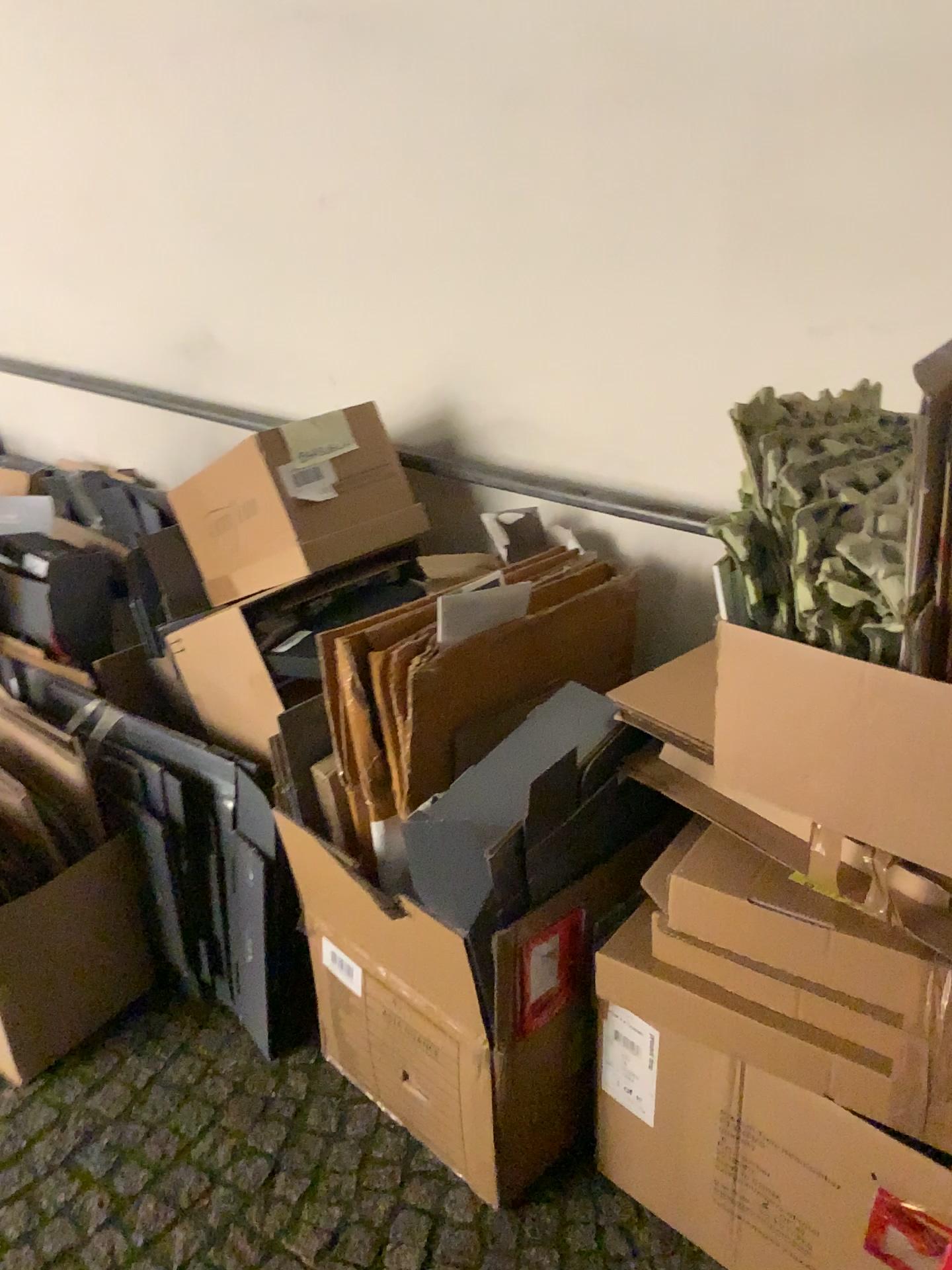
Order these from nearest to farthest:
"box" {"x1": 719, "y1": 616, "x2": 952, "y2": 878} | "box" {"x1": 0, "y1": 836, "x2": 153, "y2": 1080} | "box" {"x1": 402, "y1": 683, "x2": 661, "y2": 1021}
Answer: "box" {"x1": 719, "y1": 616, "x2": 952, "y2": 878}, "box" {"x1": 402, "y1": 683, "x2": 661, "y2": 1021}, "box" {"x1": 0, "y1": 836, "x2": 153, "y2": 1080}

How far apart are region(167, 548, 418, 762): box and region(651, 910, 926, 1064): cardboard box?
0.7 meters

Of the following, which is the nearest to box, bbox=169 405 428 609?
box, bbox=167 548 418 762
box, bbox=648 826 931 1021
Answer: box, bbox=167 548 418 762

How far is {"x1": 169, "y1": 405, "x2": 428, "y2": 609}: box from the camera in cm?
175

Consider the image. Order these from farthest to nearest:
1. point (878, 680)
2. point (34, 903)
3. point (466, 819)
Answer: point (34, 903) → point (466, 819) → point (878, 680)

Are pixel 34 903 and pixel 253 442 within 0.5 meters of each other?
no

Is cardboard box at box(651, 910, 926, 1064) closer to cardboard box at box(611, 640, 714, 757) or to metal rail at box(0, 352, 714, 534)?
cardboard box at box(611, 640, 714, 757)

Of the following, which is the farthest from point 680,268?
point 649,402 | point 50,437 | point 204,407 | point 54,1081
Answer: point 50,437

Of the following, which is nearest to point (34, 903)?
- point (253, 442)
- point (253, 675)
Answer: point (253, 675)

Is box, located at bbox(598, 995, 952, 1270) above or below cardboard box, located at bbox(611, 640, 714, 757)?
below
